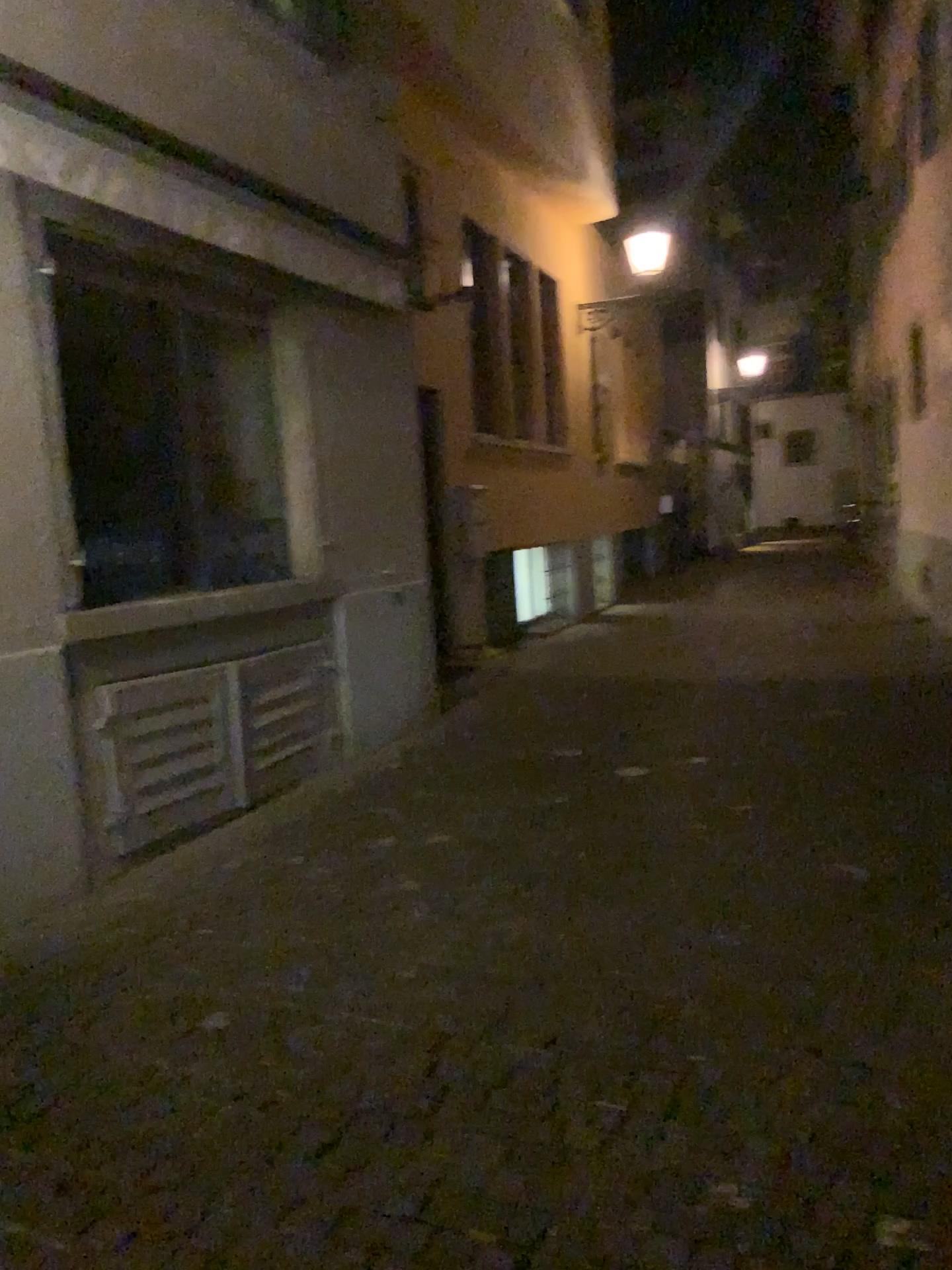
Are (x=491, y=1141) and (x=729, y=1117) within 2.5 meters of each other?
yes
